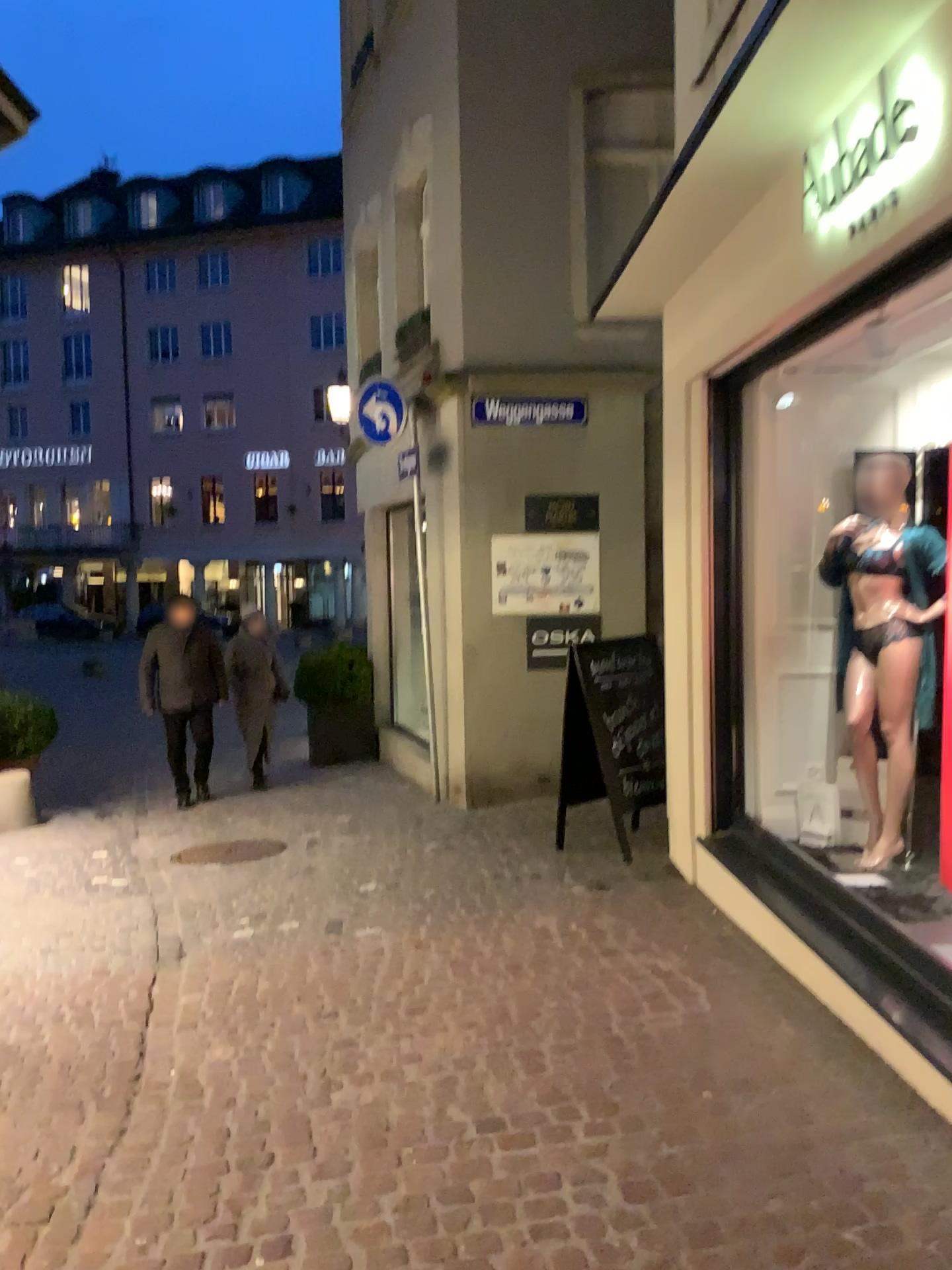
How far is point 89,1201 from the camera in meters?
2.6

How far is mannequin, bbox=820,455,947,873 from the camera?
4.4m

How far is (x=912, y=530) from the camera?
4.4m
